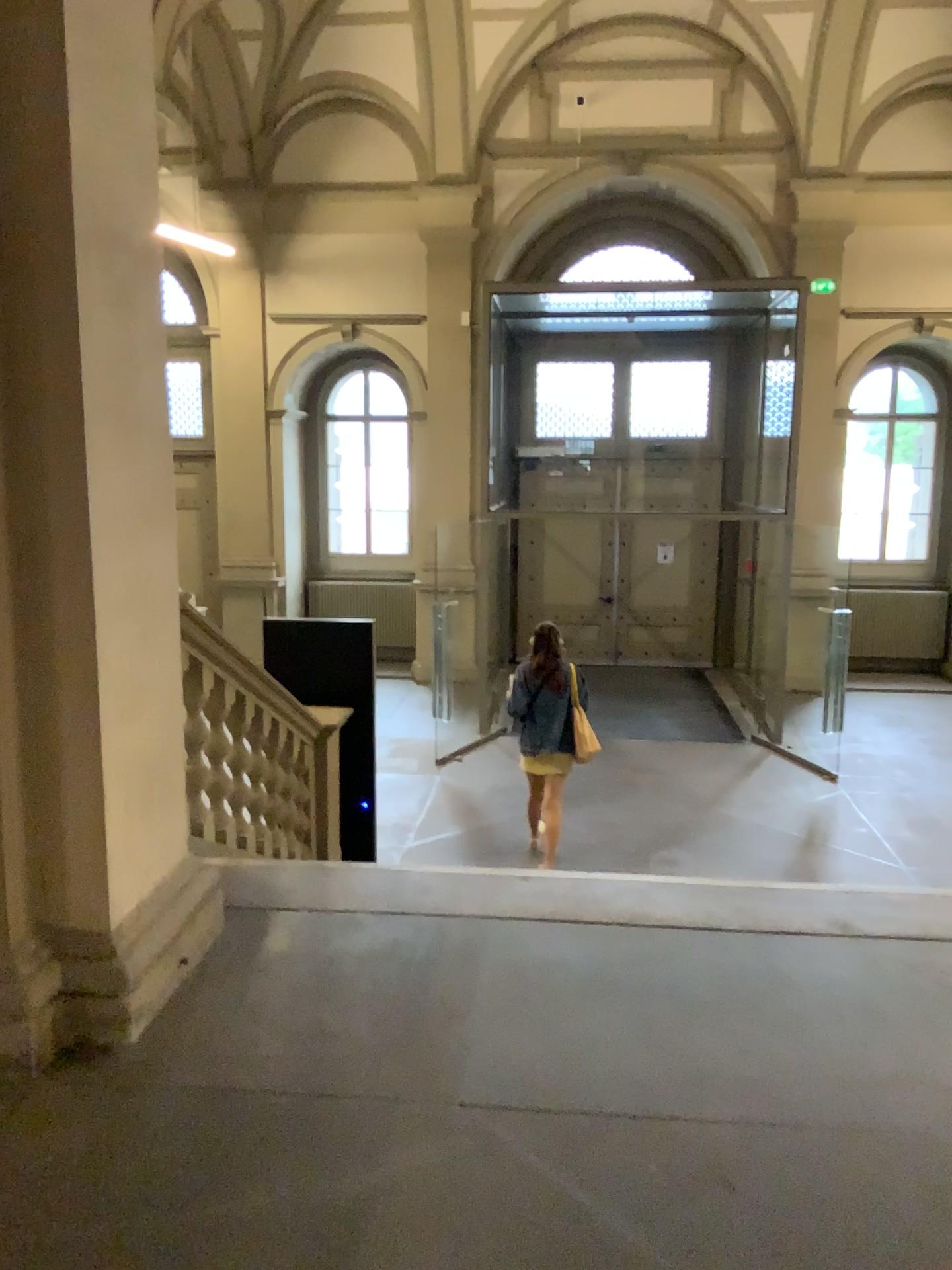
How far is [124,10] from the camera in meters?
2.5

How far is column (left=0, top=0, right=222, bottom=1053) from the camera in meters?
2.5 m

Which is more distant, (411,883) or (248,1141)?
(411,883)
